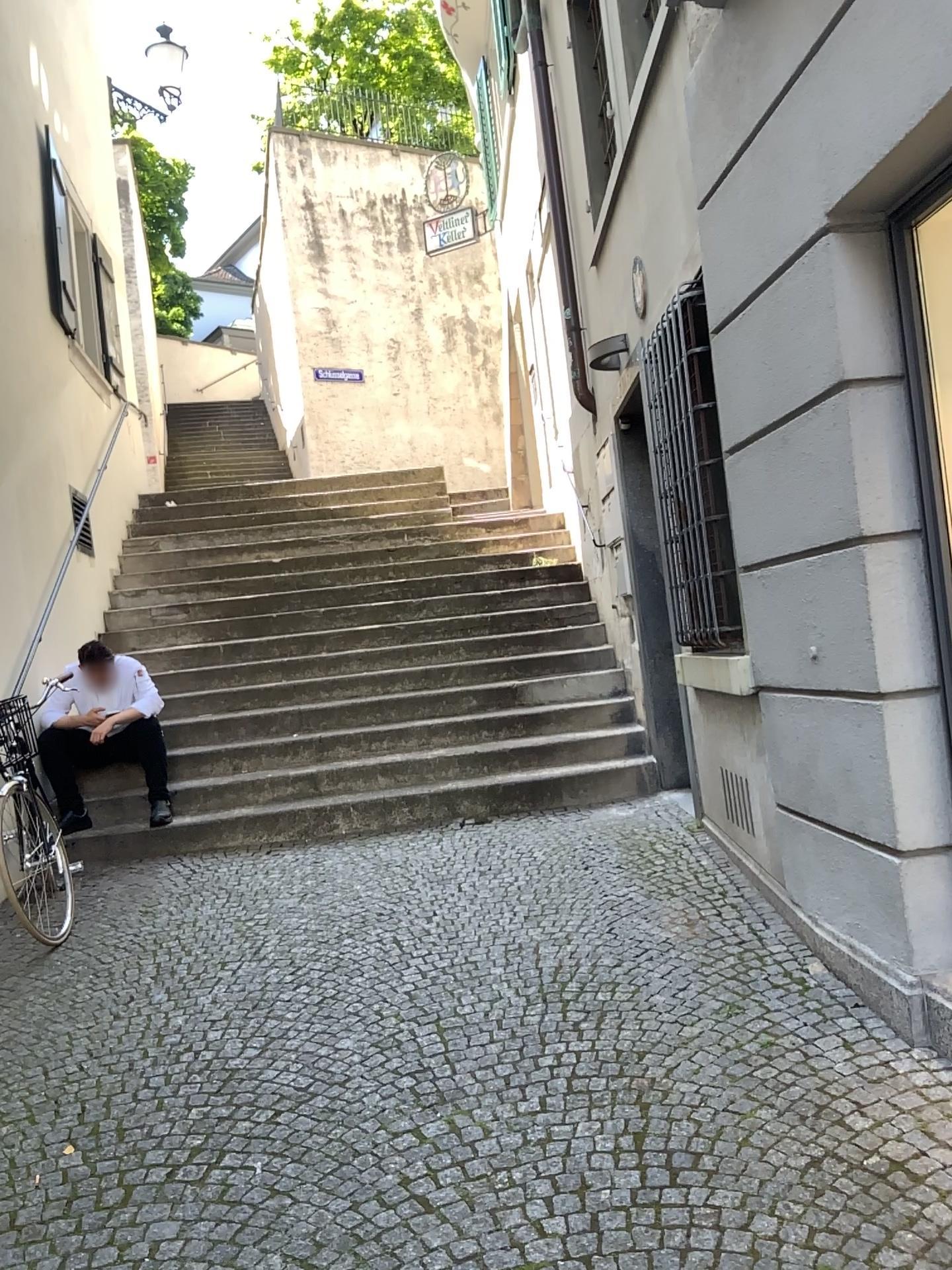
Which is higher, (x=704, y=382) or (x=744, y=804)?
(x=704, y=382)

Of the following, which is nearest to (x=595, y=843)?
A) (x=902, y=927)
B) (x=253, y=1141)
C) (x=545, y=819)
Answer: (x=545, y=819)

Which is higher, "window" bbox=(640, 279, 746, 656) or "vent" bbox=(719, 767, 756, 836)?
"window" bbox=(640, 279, 746, 656)
